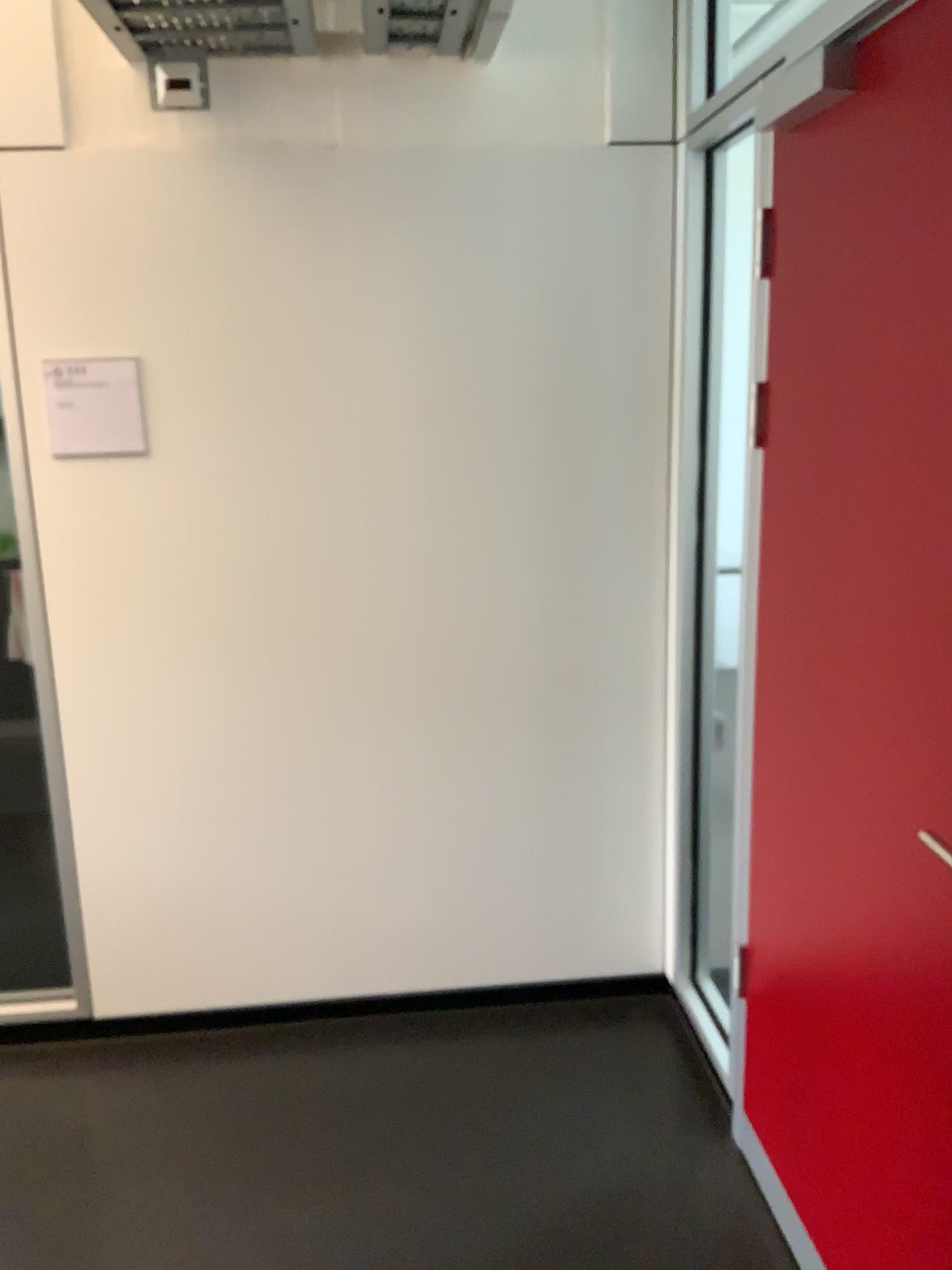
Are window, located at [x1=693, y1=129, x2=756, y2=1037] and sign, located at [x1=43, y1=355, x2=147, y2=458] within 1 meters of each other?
no

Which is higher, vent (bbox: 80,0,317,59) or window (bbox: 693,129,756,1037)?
vent (bbox: 80,0,317,59)

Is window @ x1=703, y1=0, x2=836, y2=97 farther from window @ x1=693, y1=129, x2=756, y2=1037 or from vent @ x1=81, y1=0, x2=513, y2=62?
vent @ x1=81, y1=0, x2=513, y2=62

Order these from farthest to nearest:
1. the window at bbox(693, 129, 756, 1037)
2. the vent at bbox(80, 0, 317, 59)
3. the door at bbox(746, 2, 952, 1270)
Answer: the window at bbox(693, 129, 756, 1037) → the vent at bbox(80, 0, 317, 59) → the door at bbox(746, 2, 952, 1270)

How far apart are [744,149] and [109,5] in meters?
1.4

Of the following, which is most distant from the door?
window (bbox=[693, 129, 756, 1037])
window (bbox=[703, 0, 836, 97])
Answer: window (bbox=[703, 0, 836, 97])

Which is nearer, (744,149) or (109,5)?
(109,5)

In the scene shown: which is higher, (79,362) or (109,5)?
(109,5)

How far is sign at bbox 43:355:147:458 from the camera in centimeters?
242cm

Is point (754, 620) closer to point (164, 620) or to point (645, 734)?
point (645, 734)
